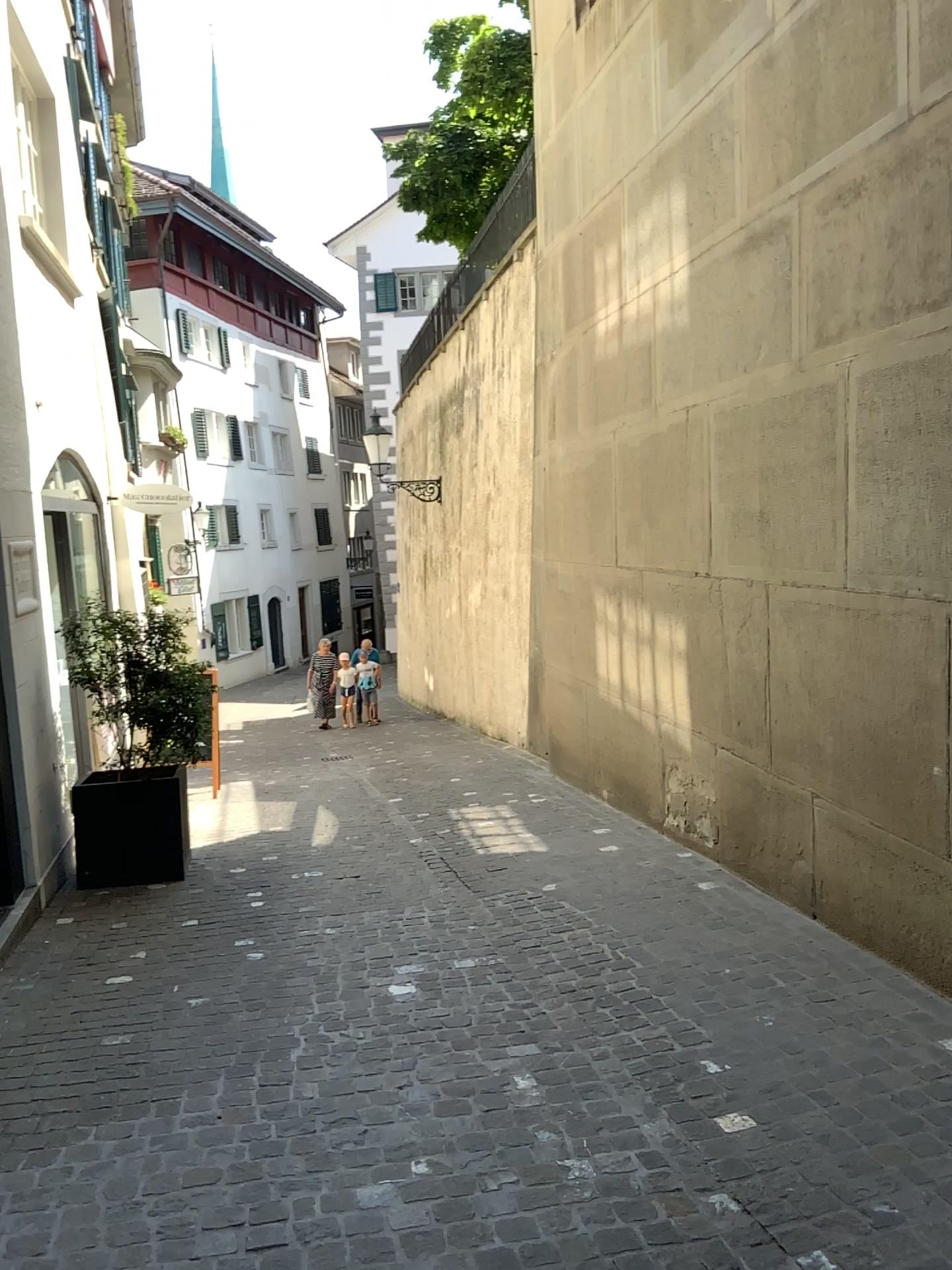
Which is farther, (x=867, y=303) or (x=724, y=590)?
(x=724, y=590)
